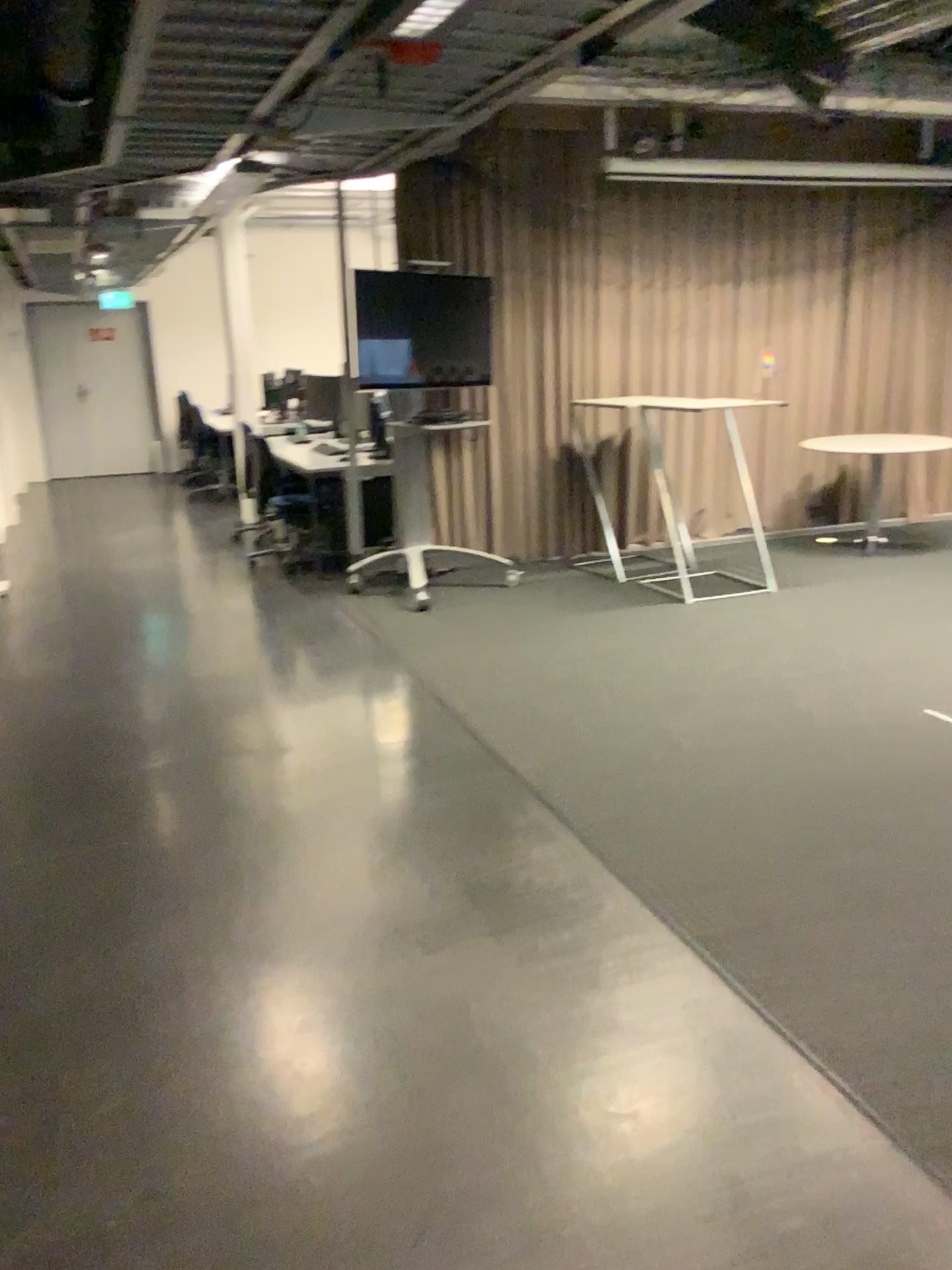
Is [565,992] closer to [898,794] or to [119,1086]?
[119,1086]
